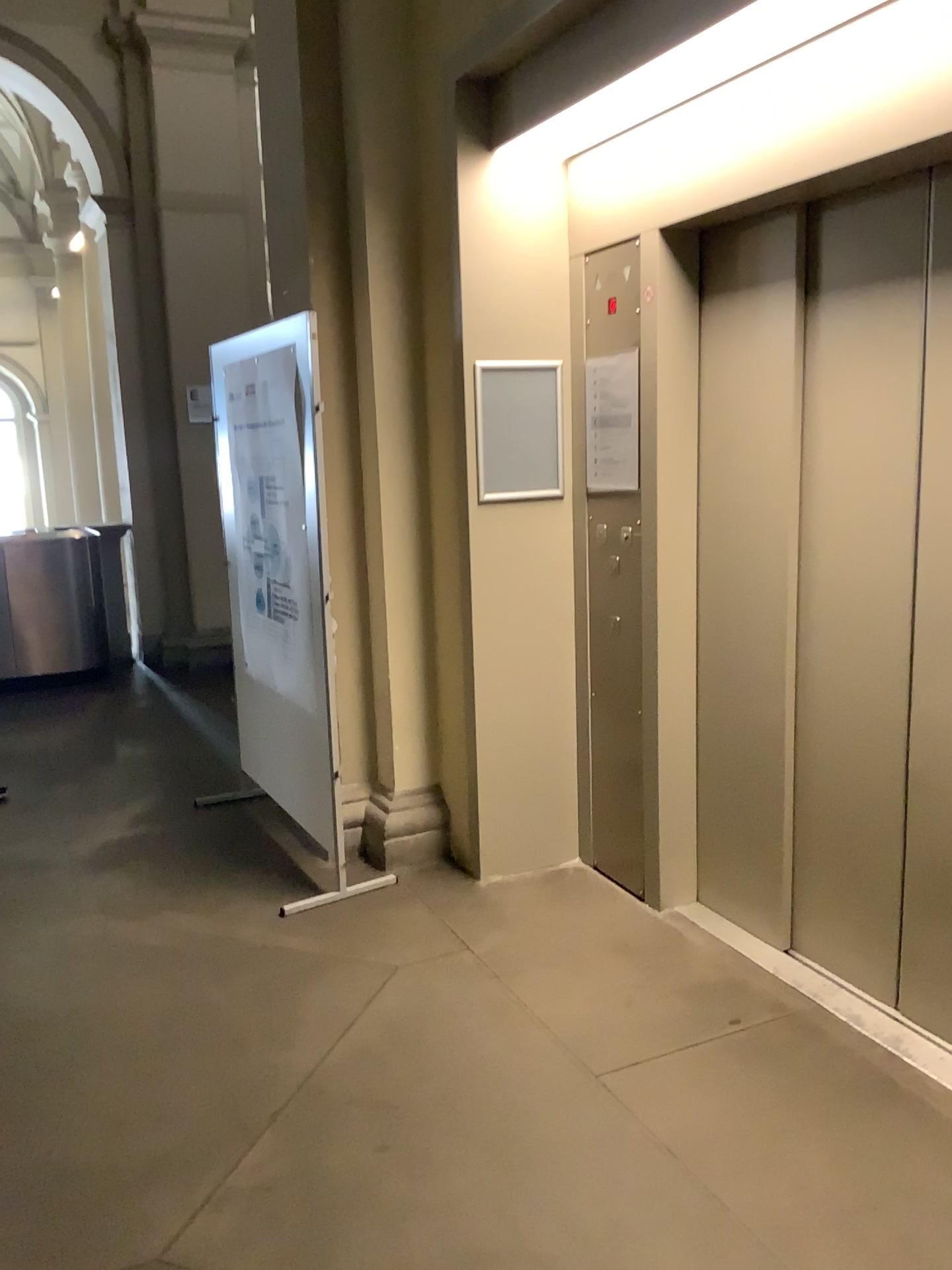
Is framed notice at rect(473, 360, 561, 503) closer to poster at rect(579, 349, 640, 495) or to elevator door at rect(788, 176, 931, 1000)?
poster at rect(579, 349, 640, 495)

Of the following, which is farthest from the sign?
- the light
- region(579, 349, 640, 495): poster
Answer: the light

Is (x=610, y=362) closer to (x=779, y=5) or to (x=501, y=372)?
(x=501, y=372)

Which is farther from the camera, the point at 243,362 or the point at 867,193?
the point at 243,362

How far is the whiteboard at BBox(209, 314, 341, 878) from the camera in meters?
3.7

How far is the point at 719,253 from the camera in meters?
3.0 m

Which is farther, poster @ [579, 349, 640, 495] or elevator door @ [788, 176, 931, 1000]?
poster @ [579, 349, 640, 495]

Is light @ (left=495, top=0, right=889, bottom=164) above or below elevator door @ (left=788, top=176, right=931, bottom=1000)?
above

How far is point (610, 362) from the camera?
3.55m

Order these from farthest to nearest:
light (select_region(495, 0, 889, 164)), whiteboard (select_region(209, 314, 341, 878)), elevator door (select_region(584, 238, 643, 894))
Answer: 1. whiteboard (select_region(209, 314, 341, 878))
2. elevator door (select_region(584, 238, 643, 894))
3. light (select_region(495, 0, 889, 164))
